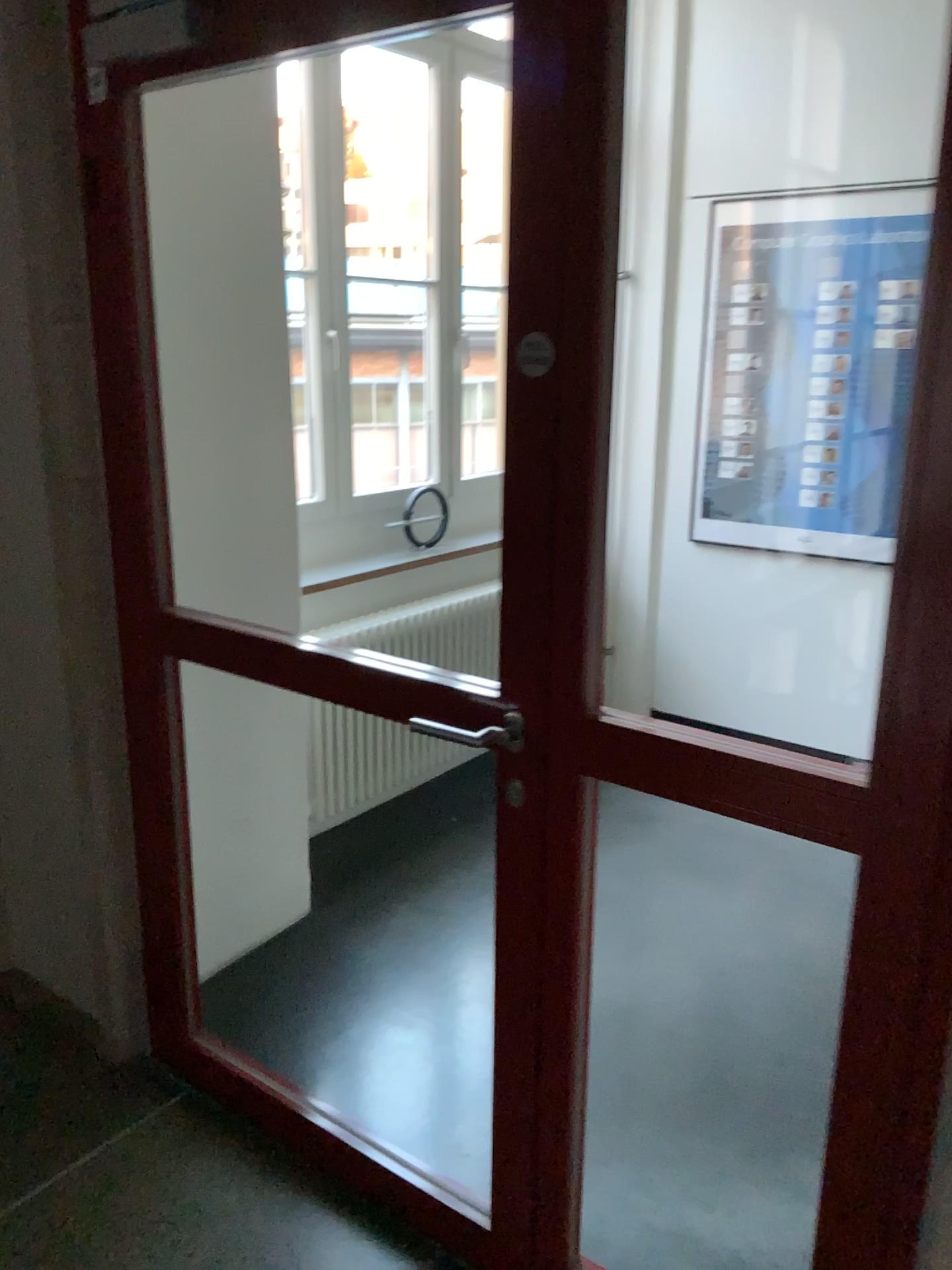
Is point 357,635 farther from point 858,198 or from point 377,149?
point 858,198

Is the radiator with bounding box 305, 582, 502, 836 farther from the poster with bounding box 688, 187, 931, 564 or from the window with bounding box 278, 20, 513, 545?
the poster with bounding box 688, 187, 931, 564

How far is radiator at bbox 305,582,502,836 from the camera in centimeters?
342cm

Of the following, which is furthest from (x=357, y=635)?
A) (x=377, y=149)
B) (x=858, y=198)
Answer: (x=858, y=198)

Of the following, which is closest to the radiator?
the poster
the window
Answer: the window

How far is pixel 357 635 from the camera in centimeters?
342cm

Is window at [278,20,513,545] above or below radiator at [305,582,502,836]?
above

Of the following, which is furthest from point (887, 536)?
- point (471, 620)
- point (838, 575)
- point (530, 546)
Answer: point (530, 546)
